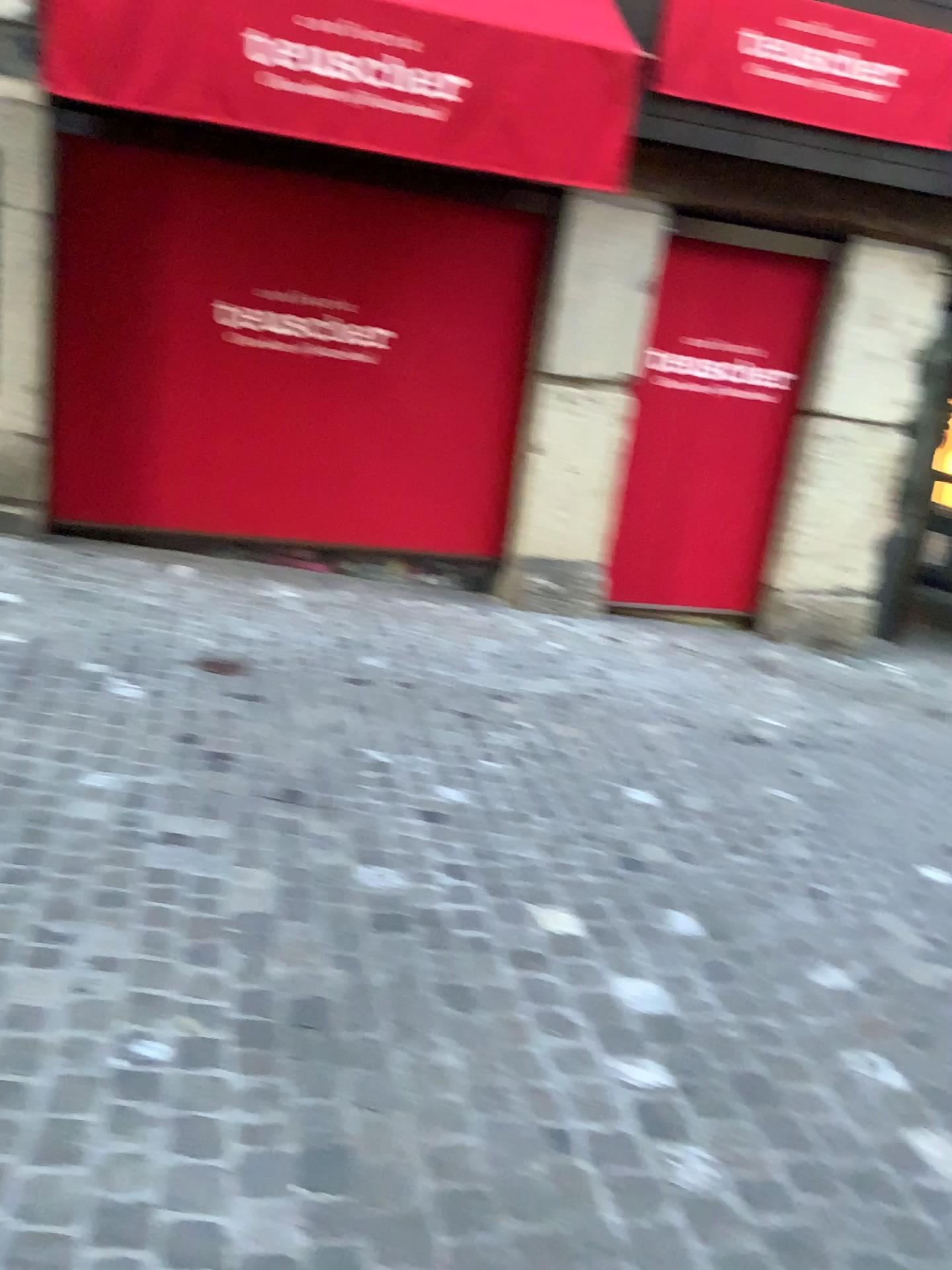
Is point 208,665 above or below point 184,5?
below

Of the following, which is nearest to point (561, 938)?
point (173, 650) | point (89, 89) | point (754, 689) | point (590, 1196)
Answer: point (590, 1196)

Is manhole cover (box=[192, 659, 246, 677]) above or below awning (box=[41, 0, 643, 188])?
below
